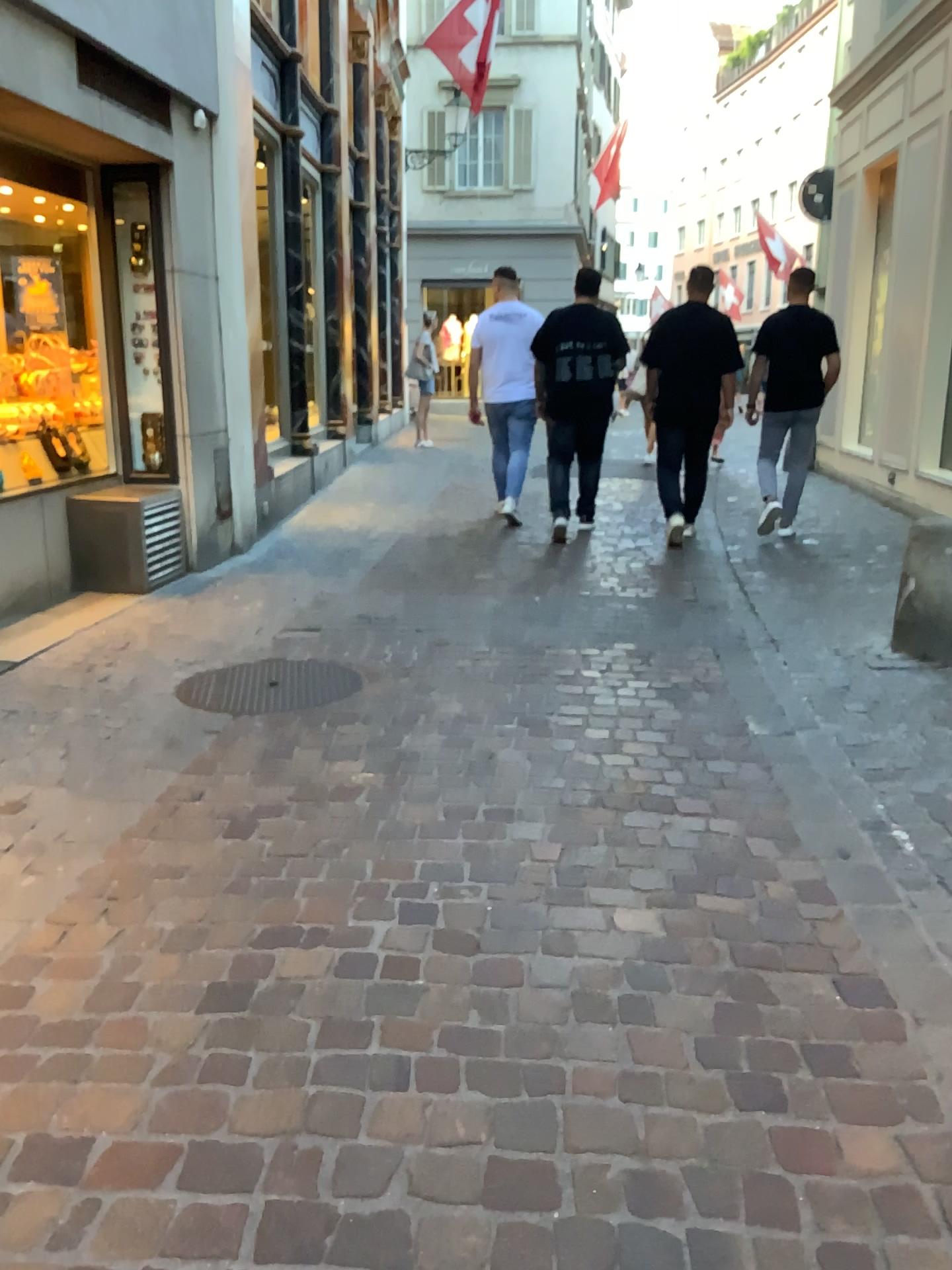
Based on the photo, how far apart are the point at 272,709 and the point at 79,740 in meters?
0.6
